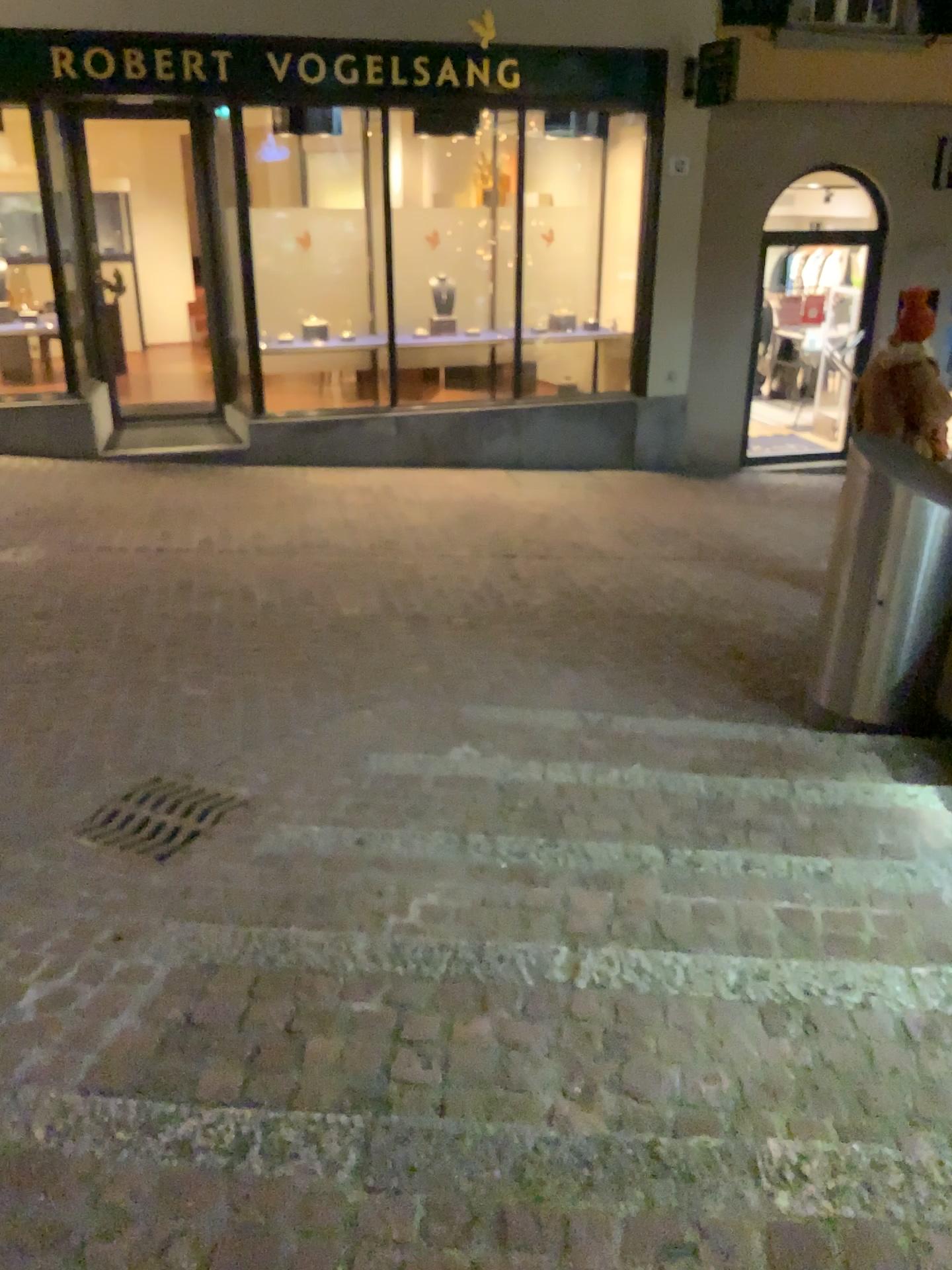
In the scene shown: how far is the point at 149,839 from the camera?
3.1m

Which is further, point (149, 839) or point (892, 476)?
point (892, 476)

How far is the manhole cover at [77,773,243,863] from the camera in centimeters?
307cm

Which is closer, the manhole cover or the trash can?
the manhole cover

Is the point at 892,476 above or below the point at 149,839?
above

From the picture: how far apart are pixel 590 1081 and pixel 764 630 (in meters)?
3.92
